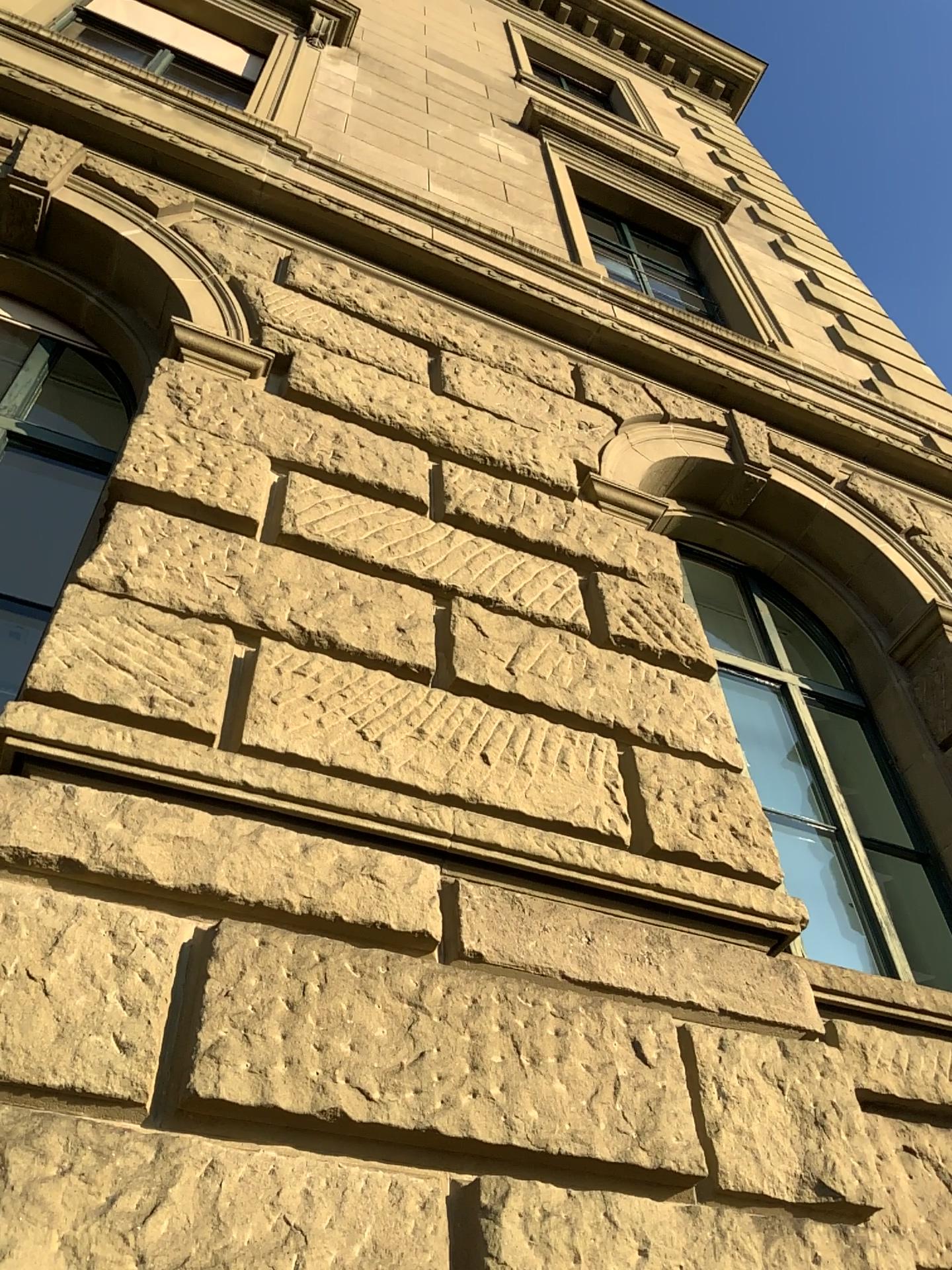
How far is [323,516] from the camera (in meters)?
3.92
